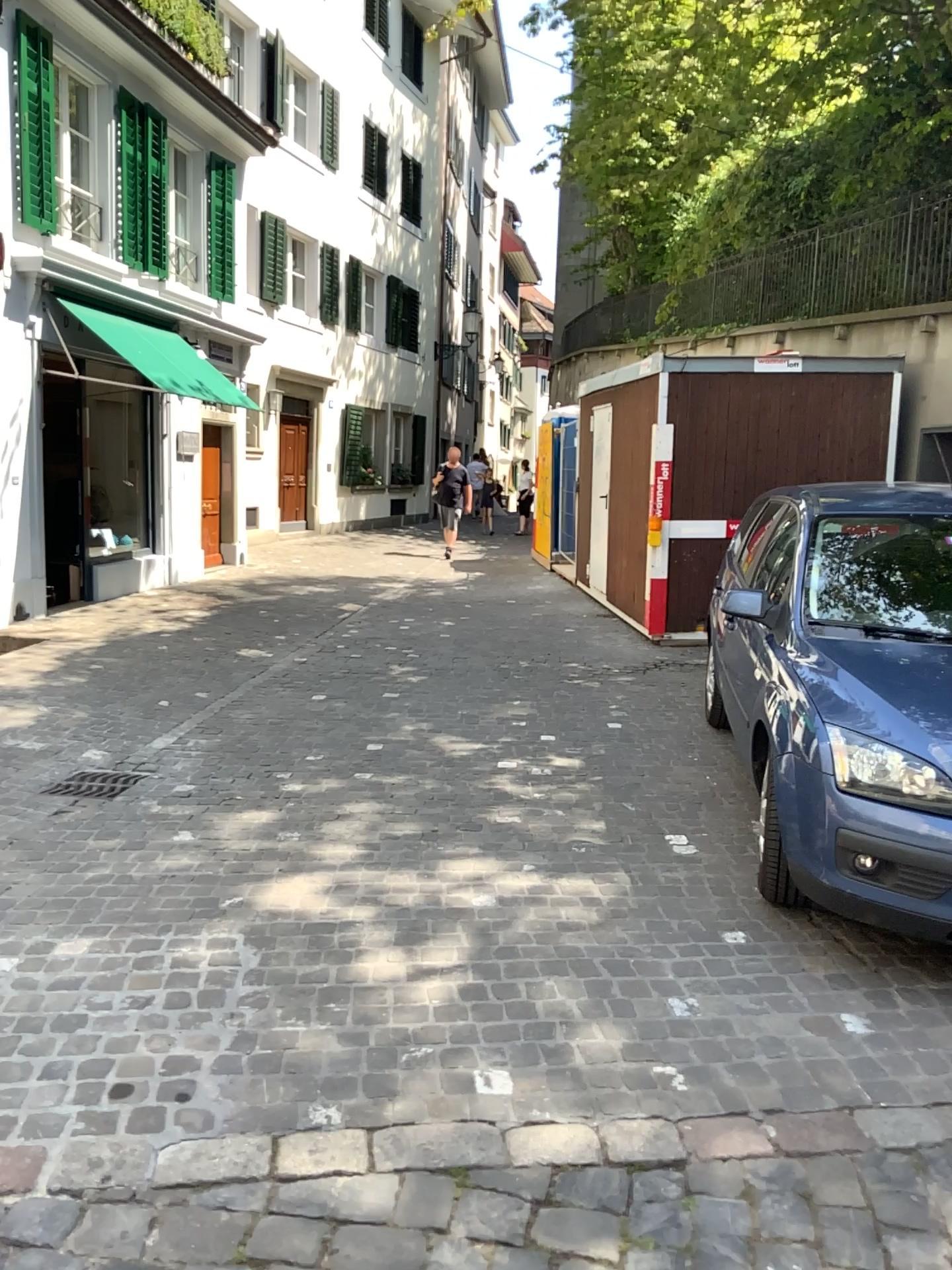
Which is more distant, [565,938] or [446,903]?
[446,903]
